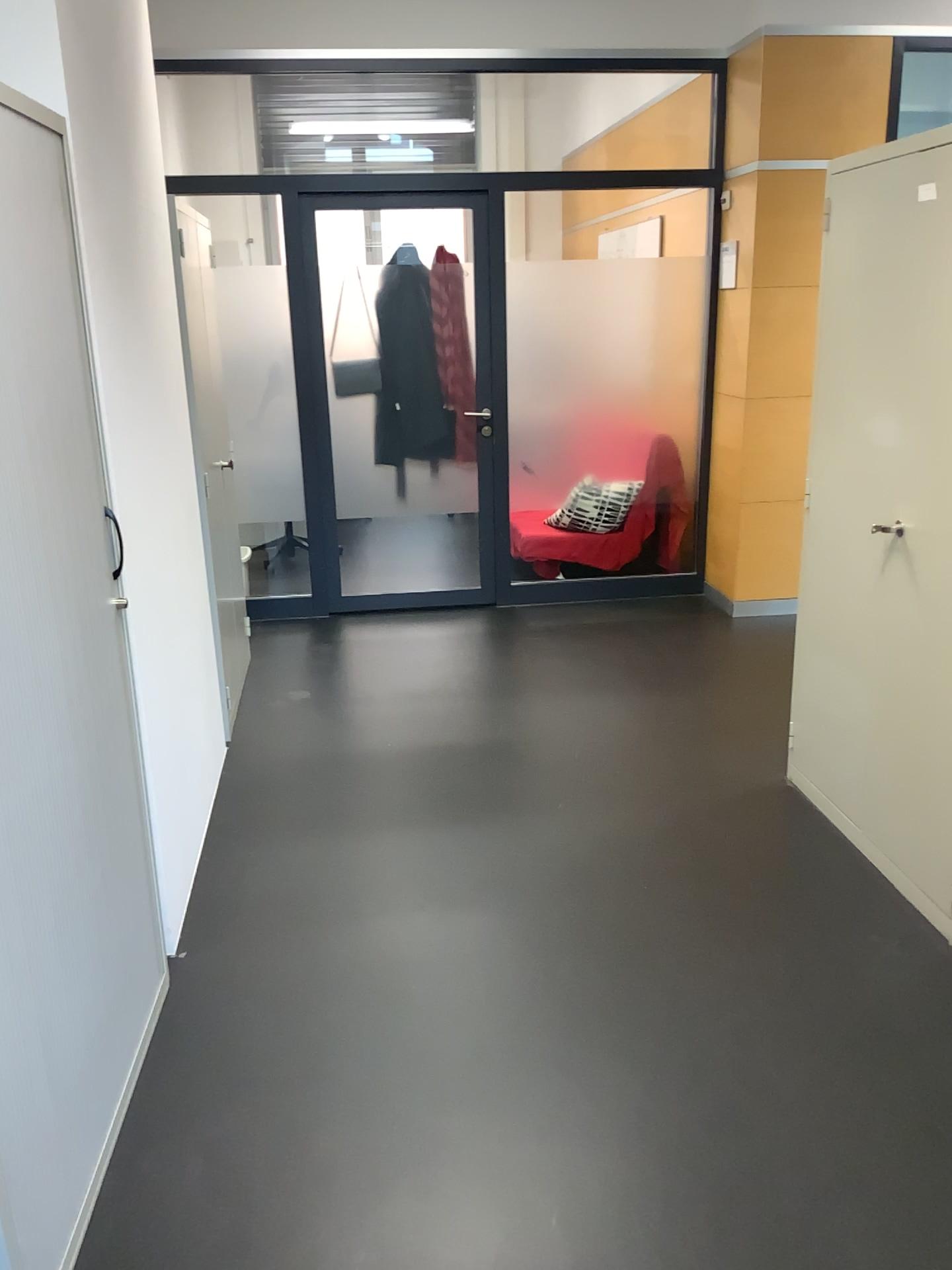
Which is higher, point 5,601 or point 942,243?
point 942,243

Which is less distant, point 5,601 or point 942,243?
point 5,601

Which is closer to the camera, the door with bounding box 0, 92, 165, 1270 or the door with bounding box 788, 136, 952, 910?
the door with bounding box 0, 92, 165, 1270

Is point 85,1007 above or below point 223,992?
above
